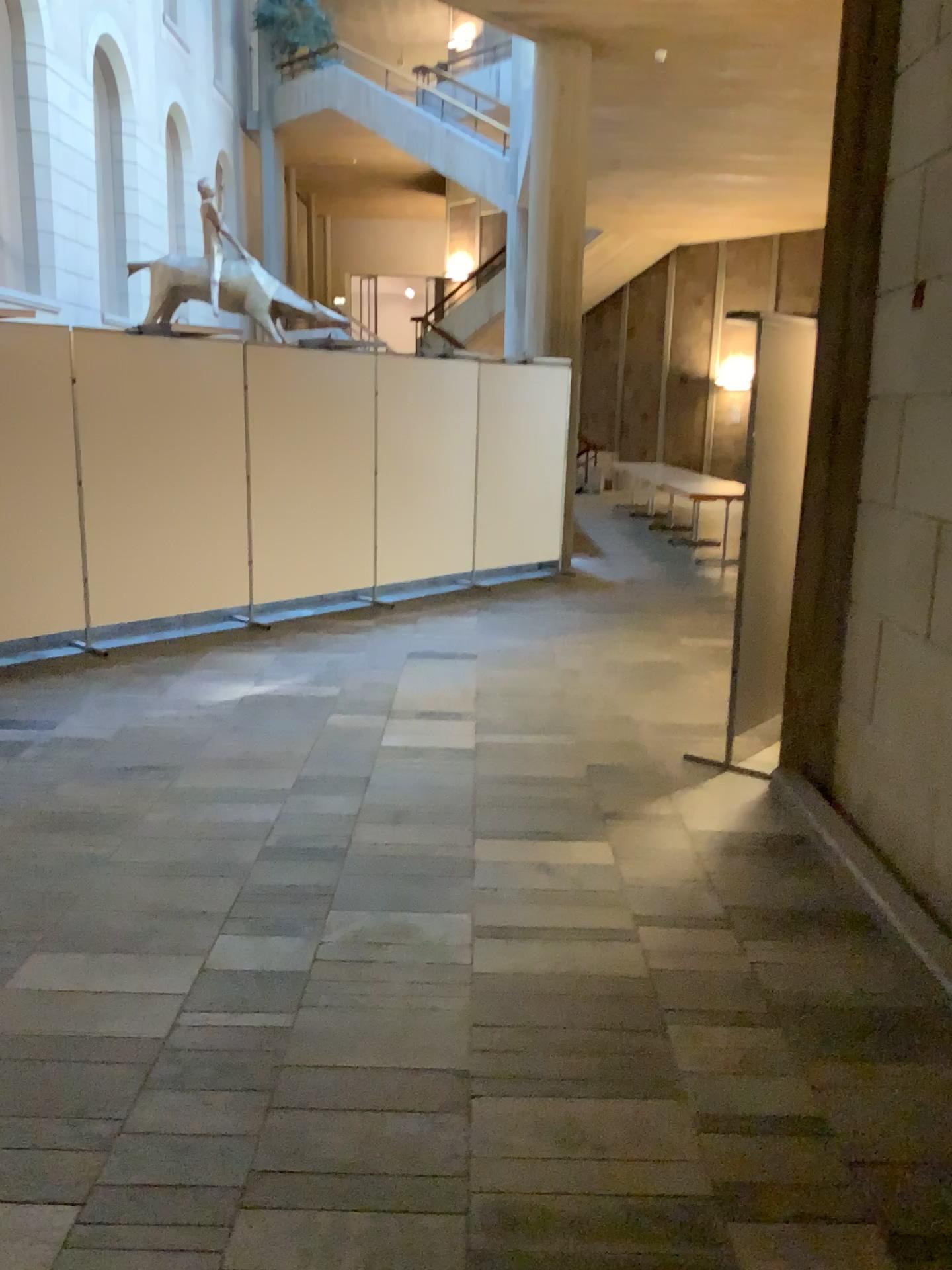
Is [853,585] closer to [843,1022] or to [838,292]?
[838,292]
